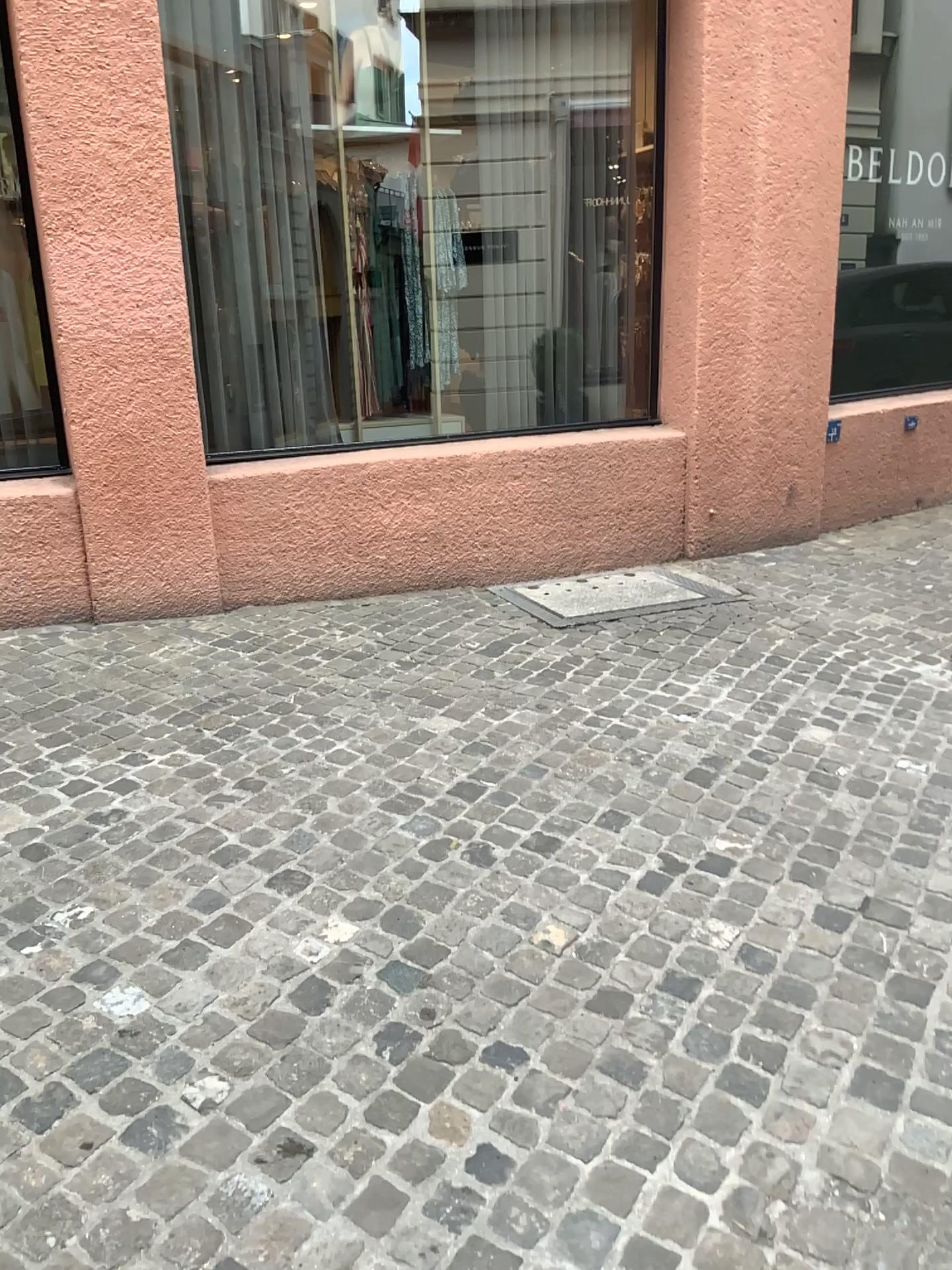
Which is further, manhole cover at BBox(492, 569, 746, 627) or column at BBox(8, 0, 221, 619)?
manhole cover at BBox(492, 569, 746, 627)

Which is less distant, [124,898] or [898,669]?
[124,898]

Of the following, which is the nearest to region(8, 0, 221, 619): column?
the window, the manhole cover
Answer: the window

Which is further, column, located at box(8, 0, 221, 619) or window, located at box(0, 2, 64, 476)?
window, located at box(0, 2, 64, 476)

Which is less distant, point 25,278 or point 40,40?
point 40,40

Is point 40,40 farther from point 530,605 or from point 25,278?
point 530,605

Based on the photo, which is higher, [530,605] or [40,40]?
[40,40]

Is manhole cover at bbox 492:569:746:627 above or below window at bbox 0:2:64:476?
below

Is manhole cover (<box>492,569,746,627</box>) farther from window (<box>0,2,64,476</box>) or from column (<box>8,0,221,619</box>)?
window (<box>0,2,64,476</box>)
